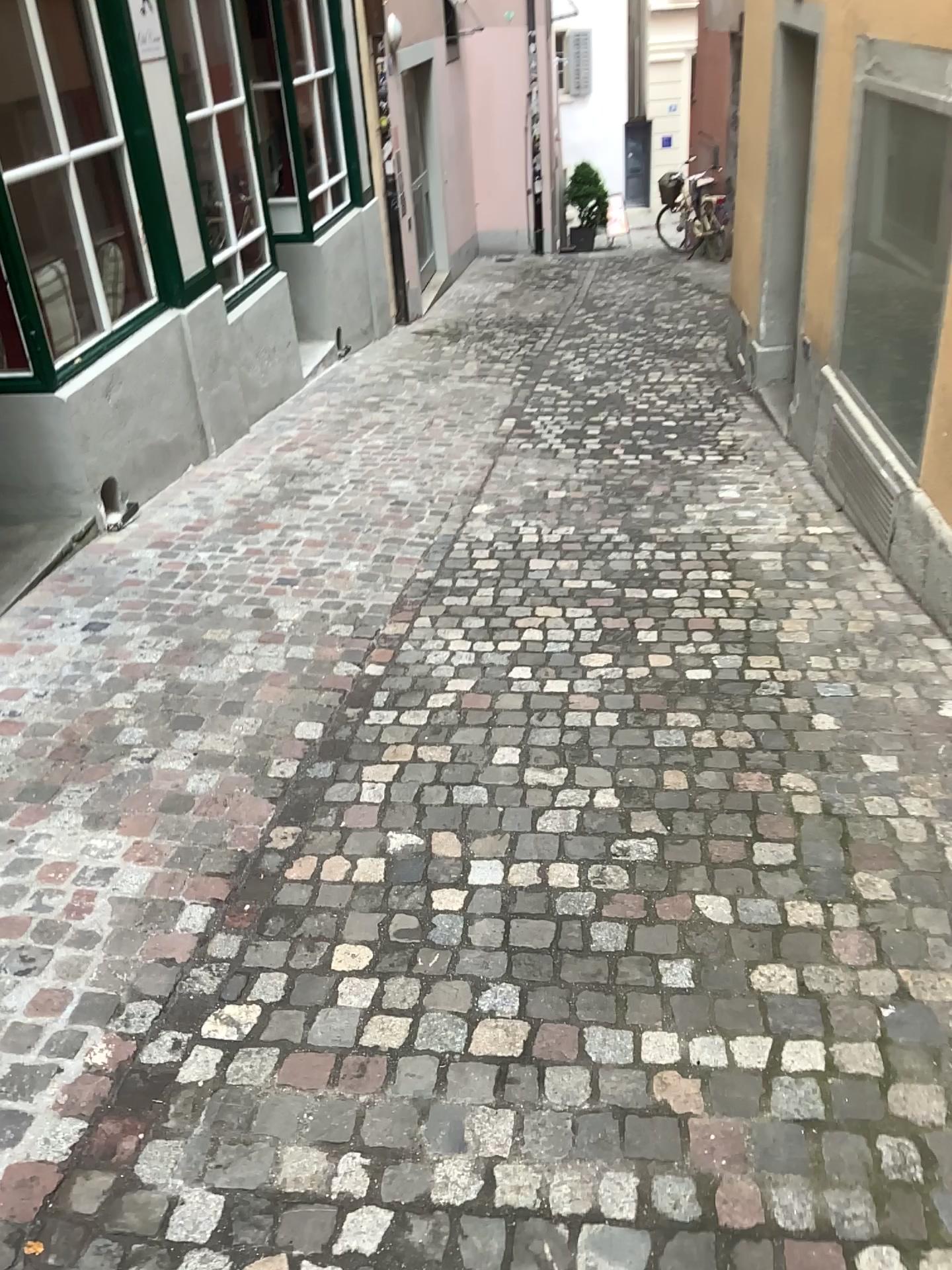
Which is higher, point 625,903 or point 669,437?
point 625,903
